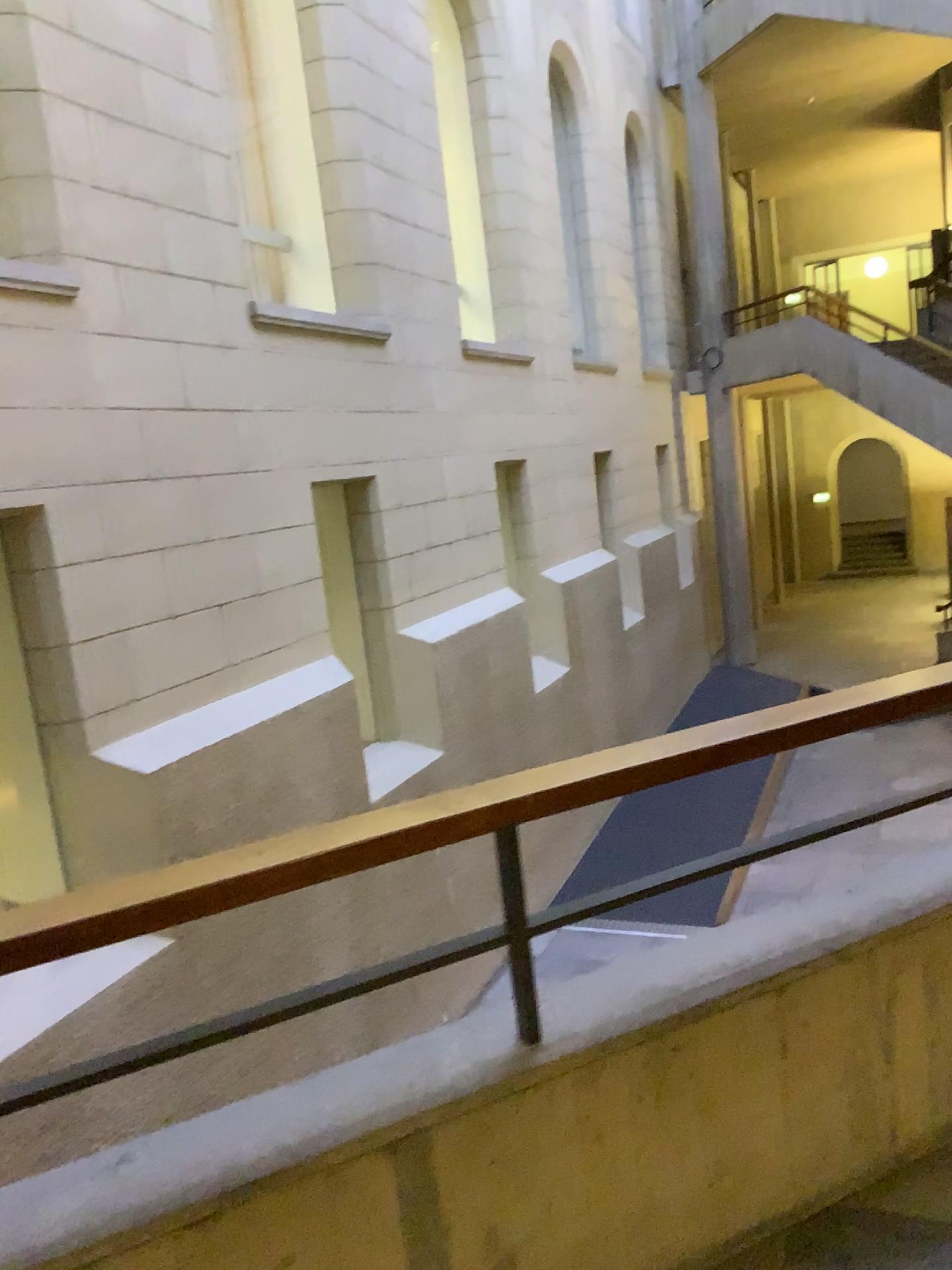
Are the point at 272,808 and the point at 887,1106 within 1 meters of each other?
no
